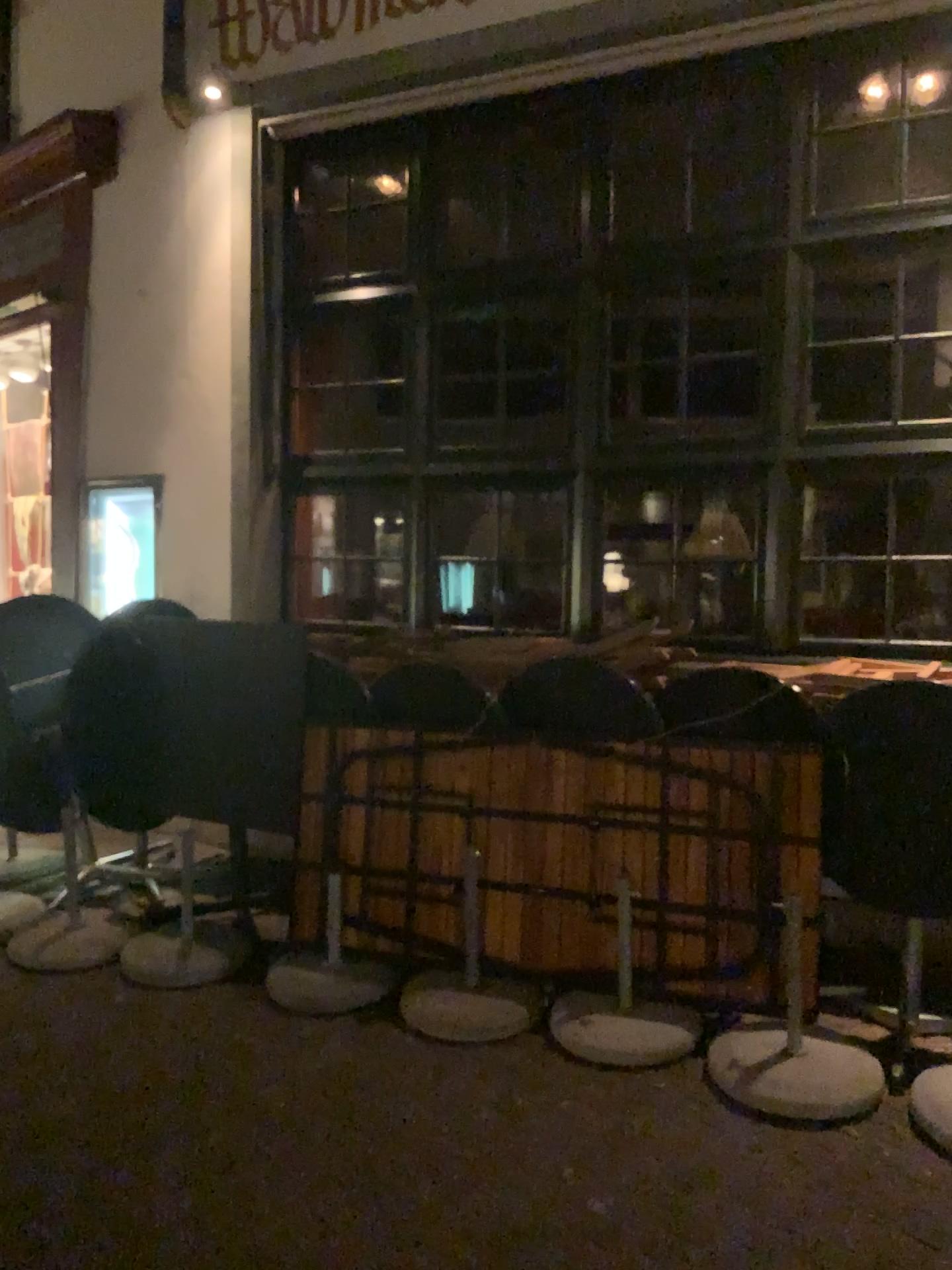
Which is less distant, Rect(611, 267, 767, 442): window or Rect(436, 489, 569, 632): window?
Rect(611, 267, 767, 442): window

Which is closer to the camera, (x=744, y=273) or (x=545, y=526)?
(x=744, y=273)

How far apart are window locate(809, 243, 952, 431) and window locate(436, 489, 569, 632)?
1.1m

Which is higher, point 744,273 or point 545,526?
point 744,273

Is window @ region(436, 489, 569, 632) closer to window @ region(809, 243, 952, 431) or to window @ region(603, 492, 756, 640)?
window @ region(603, 492, 756, 640)

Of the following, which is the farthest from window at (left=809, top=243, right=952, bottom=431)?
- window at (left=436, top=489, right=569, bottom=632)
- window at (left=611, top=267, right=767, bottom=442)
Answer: window at (left=436, top=489, right=569, bottom=632)

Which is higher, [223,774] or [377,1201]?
[223,774]

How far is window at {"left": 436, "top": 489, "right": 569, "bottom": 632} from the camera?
4.6m

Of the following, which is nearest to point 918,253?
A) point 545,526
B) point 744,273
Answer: point 744,273

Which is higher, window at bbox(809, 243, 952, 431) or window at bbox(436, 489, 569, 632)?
window at bbox(809, 243, 952, 431)
